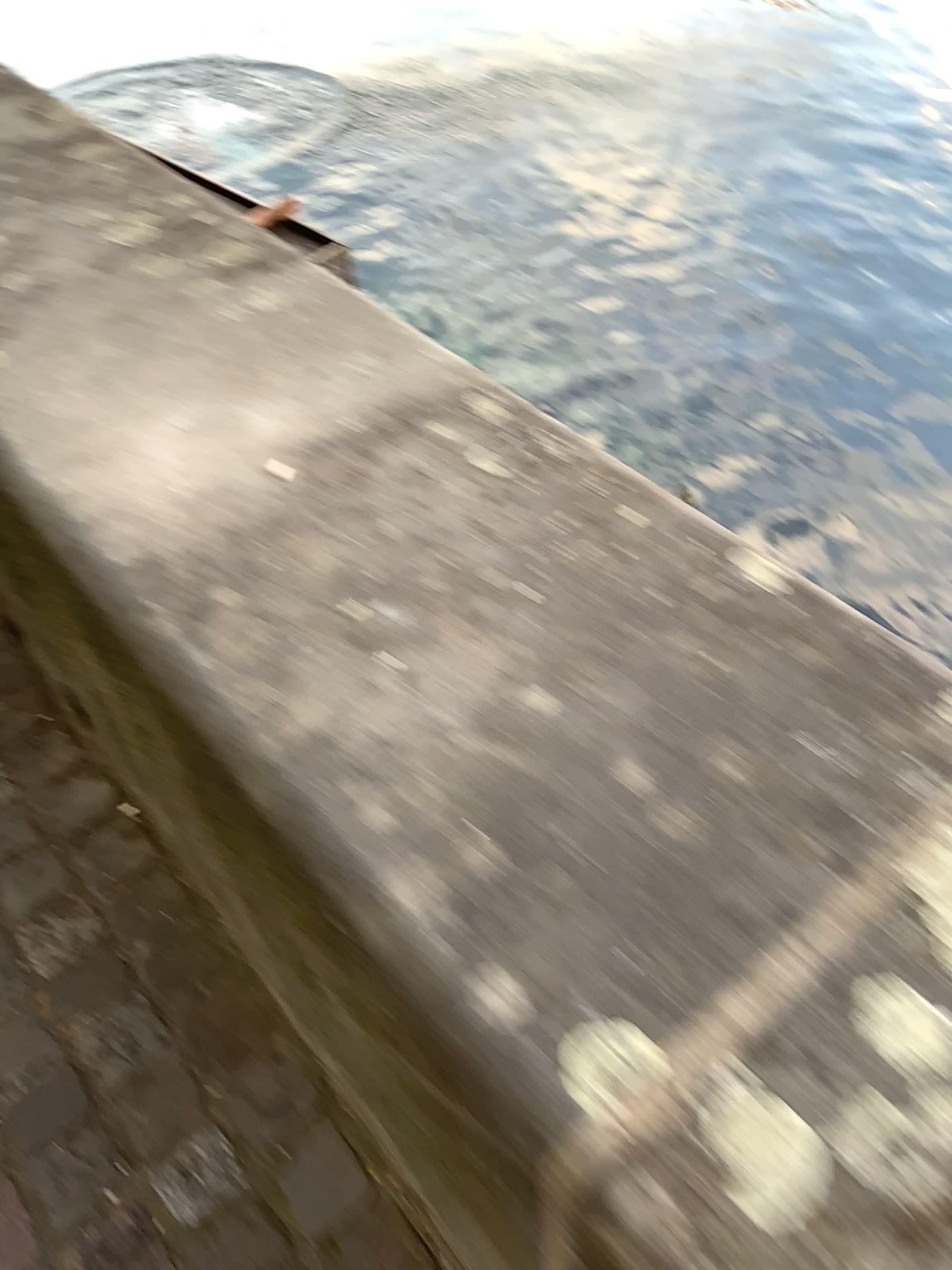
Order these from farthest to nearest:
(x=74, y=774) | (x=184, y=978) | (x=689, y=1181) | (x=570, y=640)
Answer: (x=74, y=774)
(x=184, y=978)
(x=570, y=640)
(x=689, y=1181)
